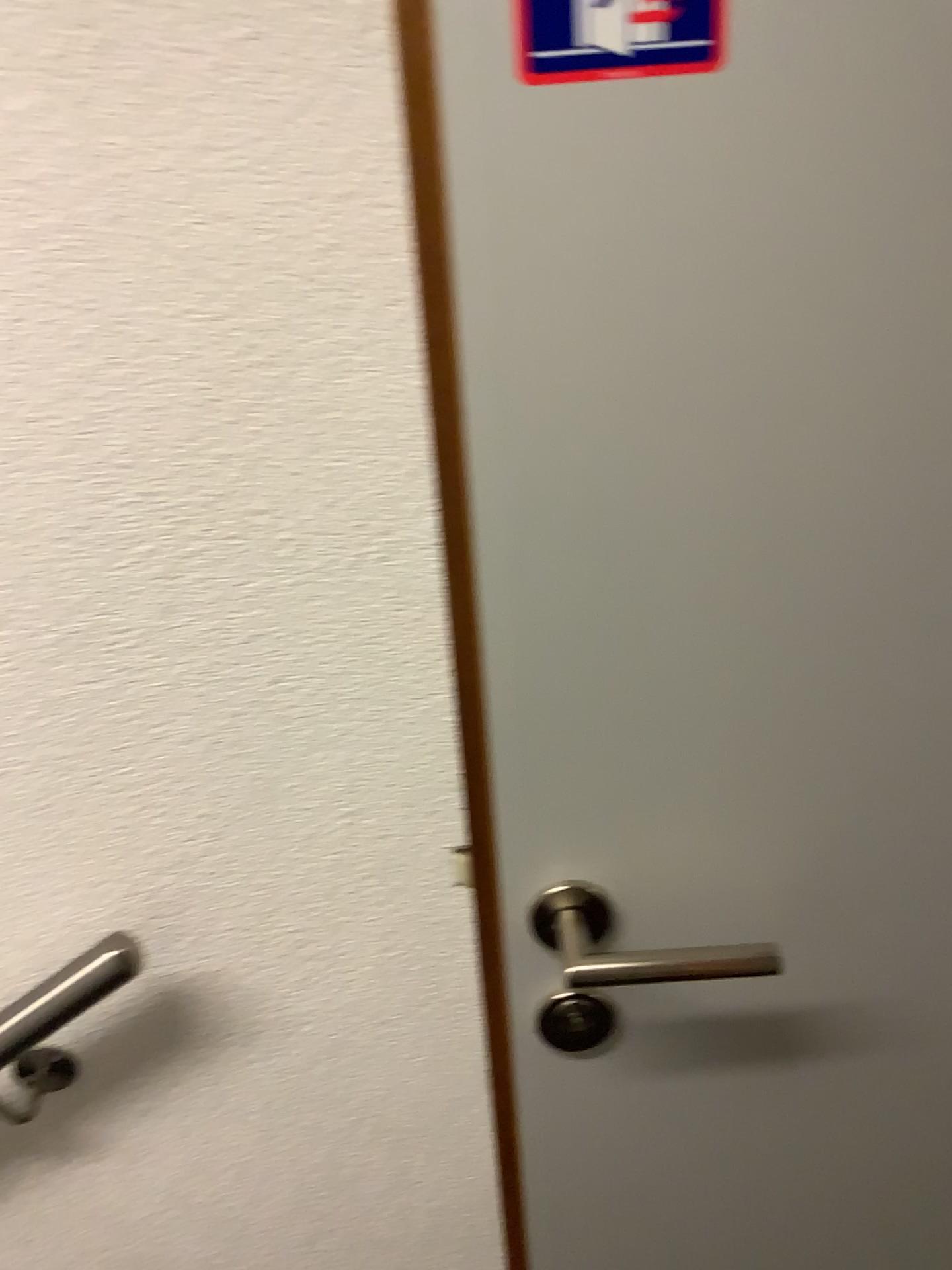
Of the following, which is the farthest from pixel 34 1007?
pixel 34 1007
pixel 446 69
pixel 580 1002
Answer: pixel 446 69

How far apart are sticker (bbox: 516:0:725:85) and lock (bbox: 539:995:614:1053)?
0.5 meters

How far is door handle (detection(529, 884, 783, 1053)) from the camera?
0.65m

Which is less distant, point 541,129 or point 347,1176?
point 541,129

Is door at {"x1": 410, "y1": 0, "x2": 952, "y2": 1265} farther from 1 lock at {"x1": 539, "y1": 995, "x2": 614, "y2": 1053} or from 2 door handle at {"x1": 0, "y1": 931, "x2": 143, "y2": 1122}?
2 door handle at {"x1": 0, "y1": 931, "x2": 143, "y2": 1122}

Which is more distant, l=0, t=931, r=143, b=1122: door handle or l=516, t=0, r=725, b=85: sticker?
l=0, t=931, r=143, b=1122: door handle

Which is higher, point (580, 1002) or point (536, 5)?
point (536, 5)

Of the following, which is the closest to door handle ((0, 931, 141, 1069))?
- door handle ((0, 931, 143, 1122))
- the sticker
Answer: door handle ((0, 931, 143, 1122))

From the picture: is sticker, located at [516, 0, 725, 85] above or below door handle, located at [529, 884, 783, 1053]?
above

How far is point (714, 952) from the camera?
0.6 meters
